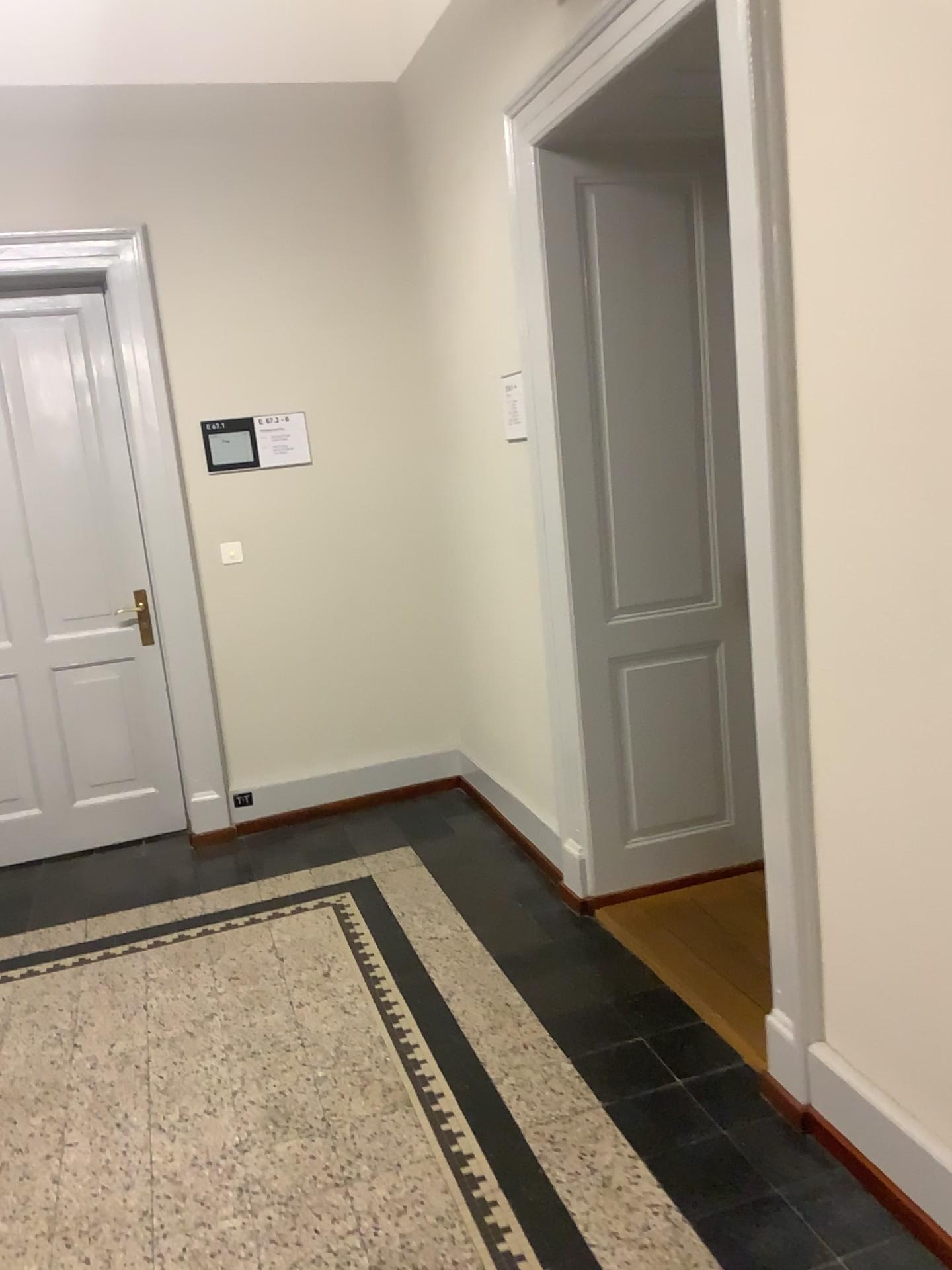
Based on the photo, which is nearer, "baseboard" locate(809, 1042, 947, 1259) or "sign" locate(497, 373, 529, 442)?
"baseboard" locate(809, 1042, 947, 1259)

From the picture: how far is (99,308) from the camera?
4.2m

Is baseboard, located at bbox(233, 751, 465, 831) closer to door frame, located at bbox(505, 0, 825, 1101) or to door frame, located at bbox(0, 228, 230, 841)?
door frame, located at bbox(0, 228, 230, 841)

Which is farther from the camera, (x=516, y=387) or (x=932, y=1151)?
(x=516, y=387)

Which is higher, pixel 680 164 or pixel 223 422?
pixel 680 164

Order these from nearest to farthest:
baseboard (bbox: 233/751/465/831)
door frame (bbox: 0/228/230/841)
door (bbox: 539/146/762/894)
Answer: door (bbox: 539/146/762/894) → door frame (bbox: 0/228/230/841) → baseboard (bbox: 233/751/465/831)

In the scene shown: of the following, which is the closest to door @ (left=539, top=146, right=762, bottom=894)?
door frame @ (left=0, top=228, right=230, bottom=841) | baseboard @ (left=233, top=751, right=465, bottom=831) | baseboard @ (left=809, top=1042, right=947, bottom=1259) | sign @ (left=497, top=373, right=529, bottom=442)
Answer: sign @ (left=497, top=373, right=529, bottom=442)

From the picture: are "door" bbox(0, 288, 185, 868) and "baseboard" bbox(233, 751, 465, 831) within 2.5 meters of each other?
yes

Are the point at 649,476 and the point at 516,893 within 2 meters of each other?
yes

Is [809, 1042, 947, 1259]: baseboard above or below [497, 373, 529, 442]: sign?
below
